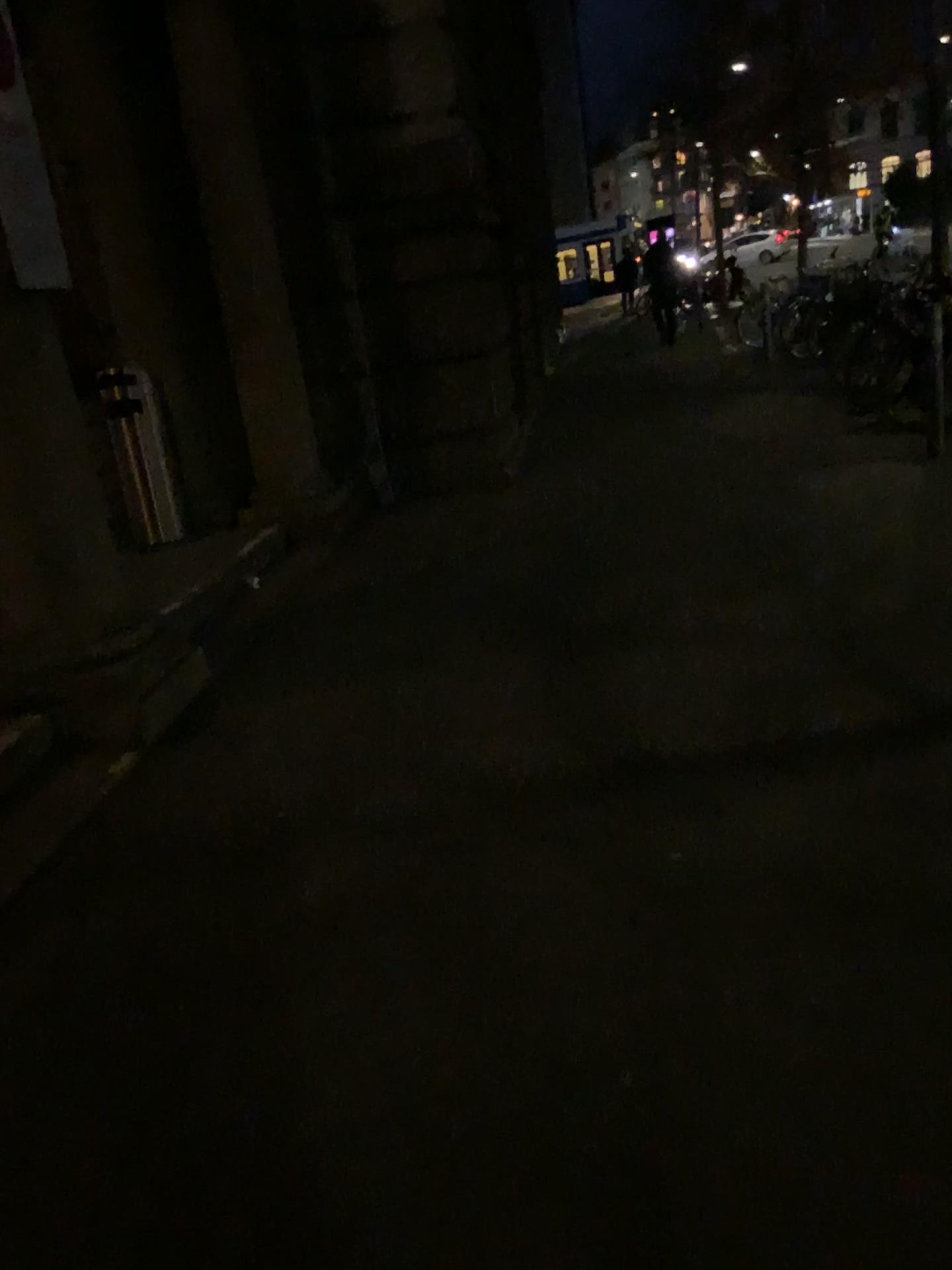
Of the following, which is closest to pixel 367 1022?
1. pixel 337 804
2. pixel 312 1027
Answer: pixel 312 1027
